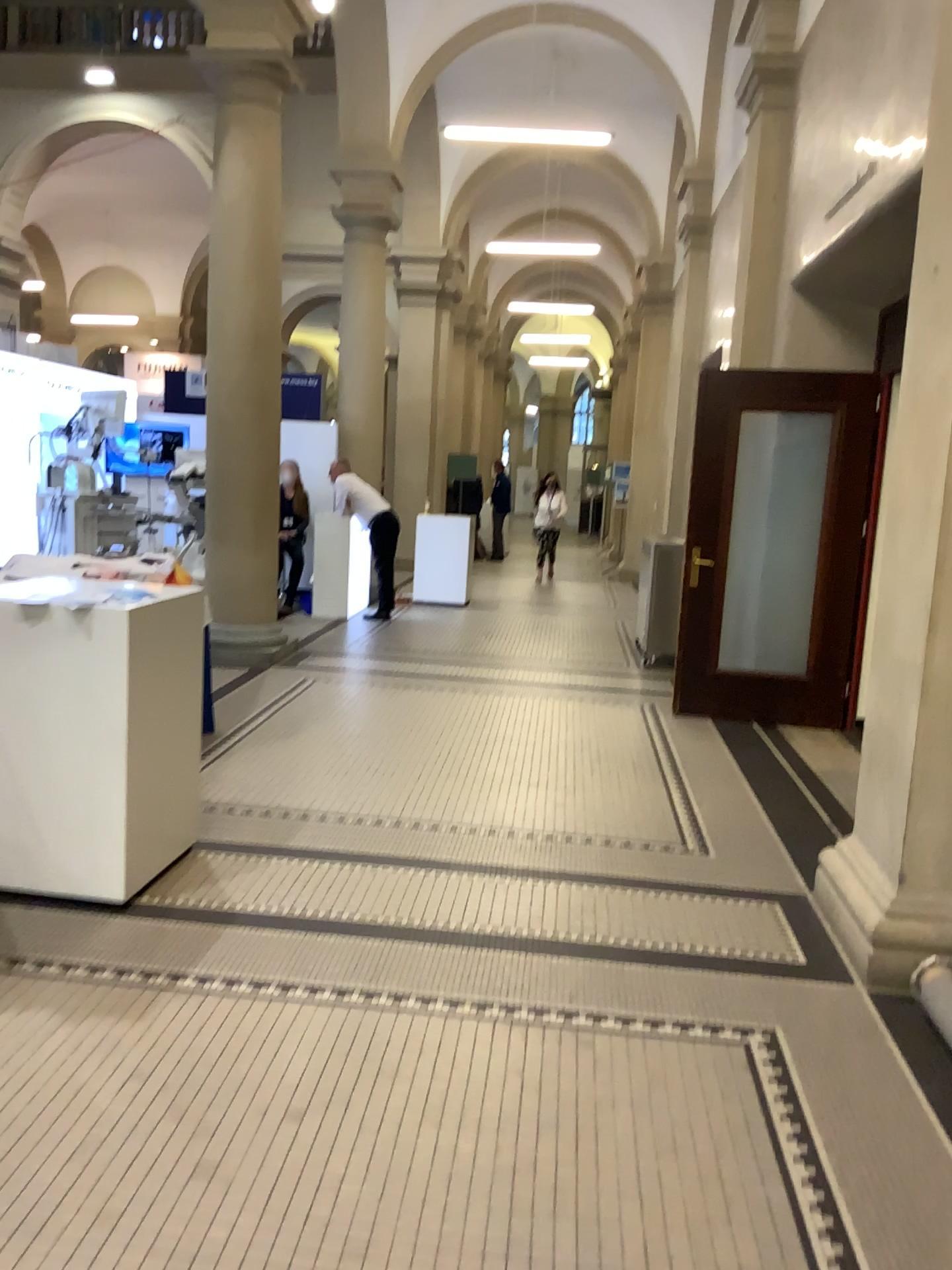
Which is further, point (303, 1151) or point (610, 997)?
point (610, 997)
